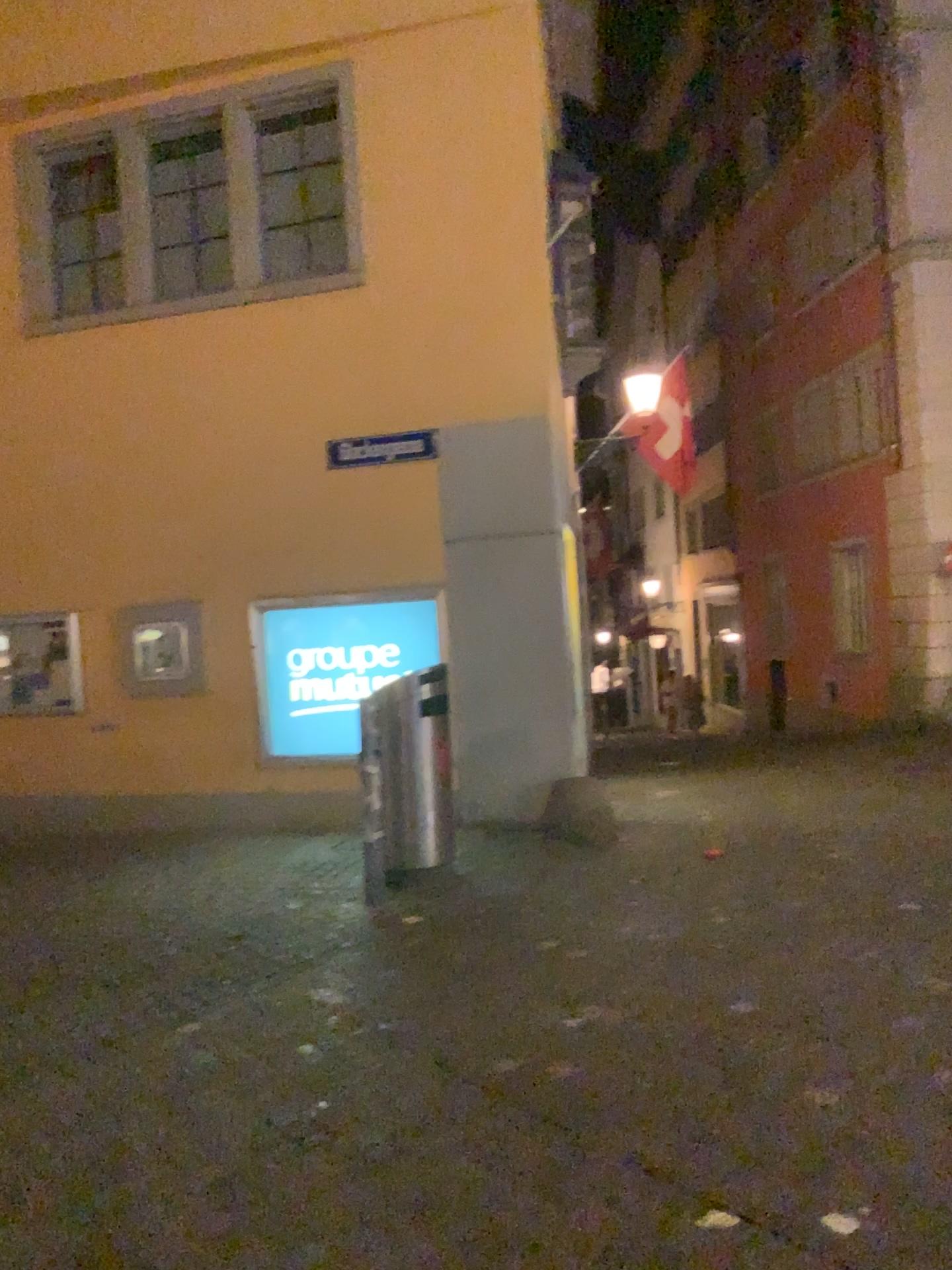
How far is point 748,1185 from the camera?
2.8m
